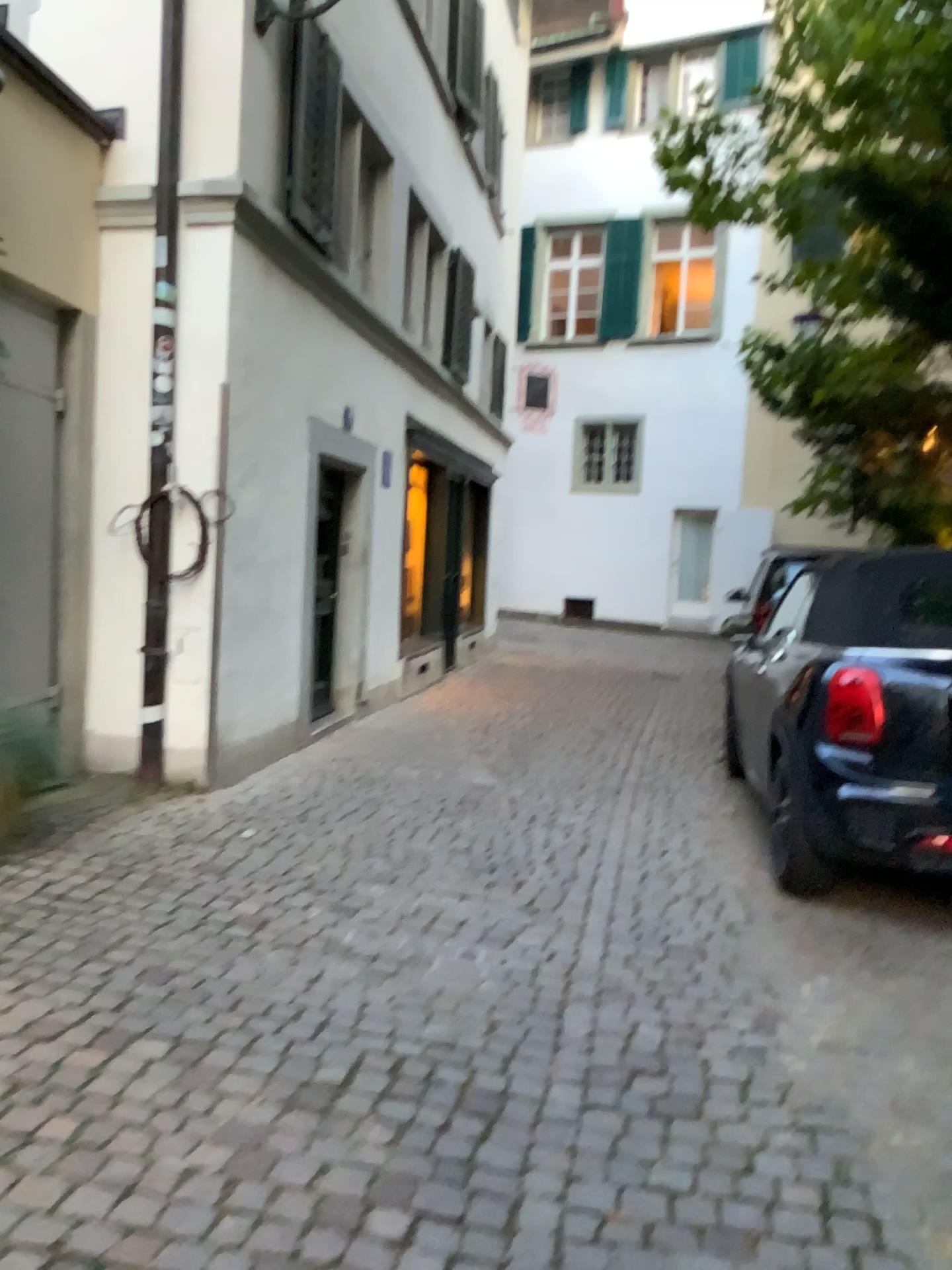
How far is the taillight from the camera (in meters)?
3.80

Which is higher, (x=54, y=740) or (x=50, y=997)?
(x=54, y=740)

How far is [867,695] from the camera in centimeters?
380cm
